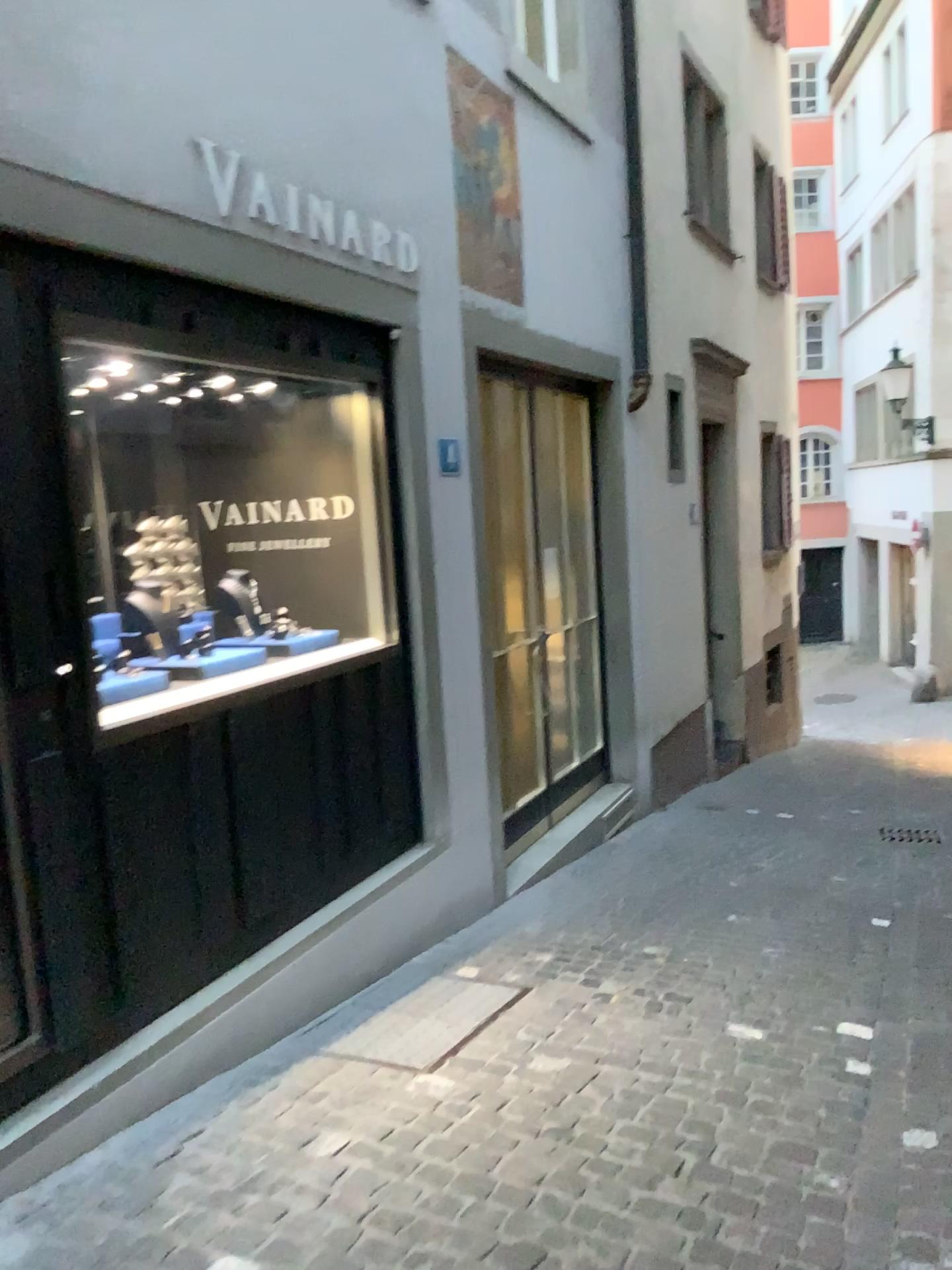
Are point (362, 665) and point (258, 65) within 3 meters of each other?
yes

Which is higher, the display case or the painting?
the painting

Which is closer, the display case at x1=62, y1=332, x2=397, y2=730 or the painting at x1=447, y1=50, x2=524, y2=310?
the display case at x1=62, y1=332, x2=397, y2=730

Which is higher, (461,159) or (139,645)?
(461,159)

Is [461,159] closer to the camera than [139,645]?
No
